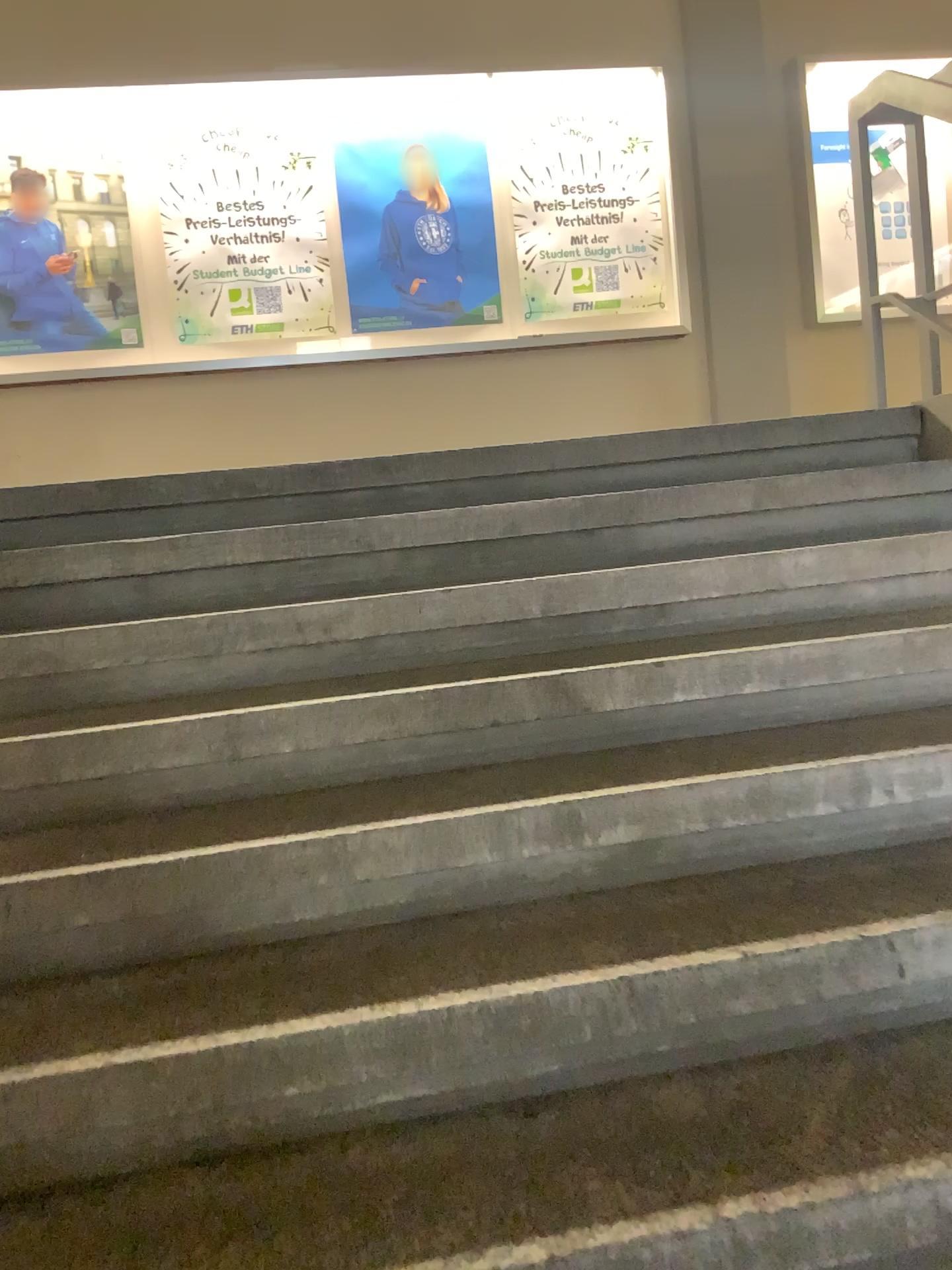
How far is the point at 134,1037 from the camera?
1.3 meters
